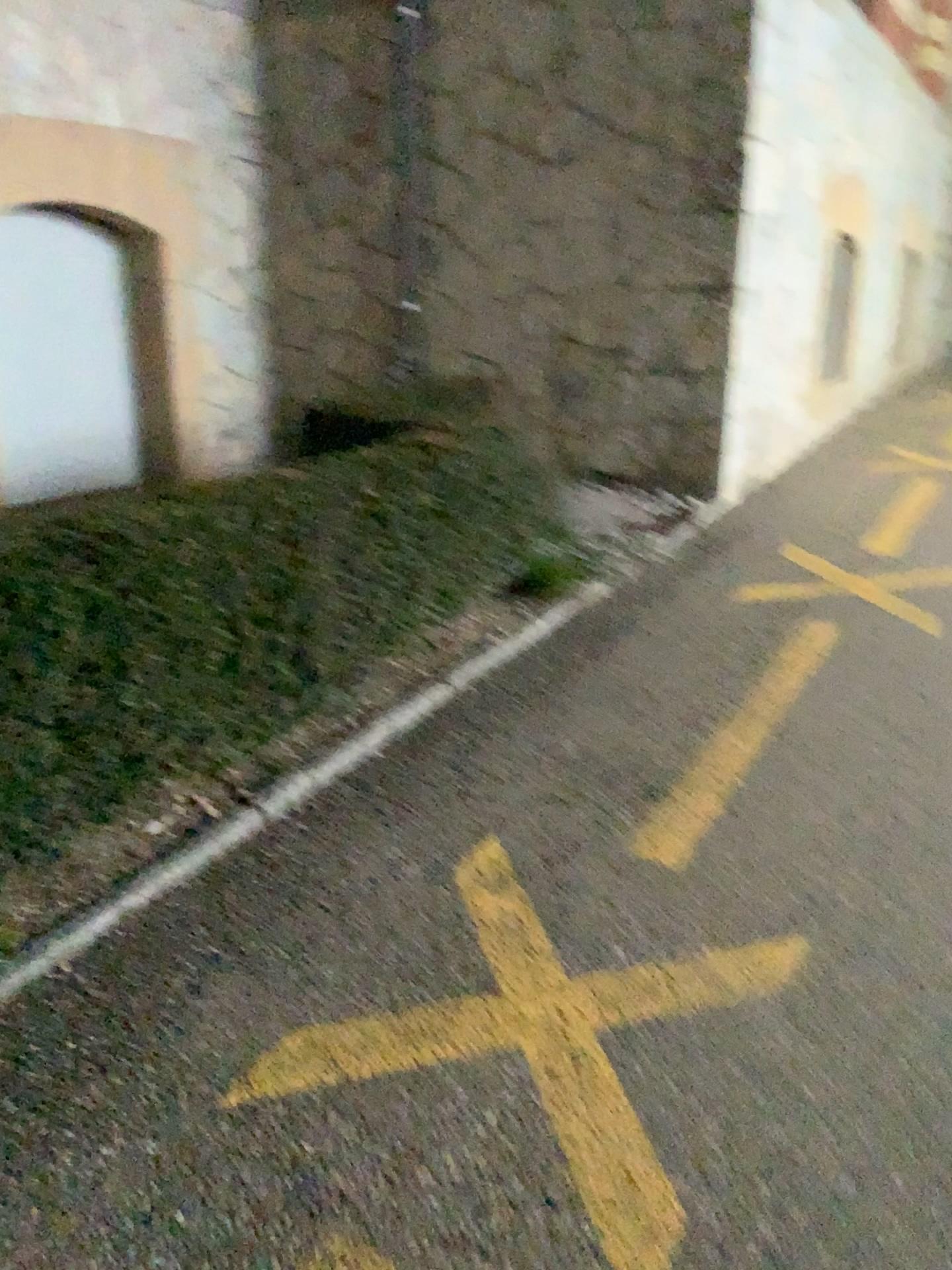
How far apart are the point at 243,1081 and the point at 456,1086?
0.38m
